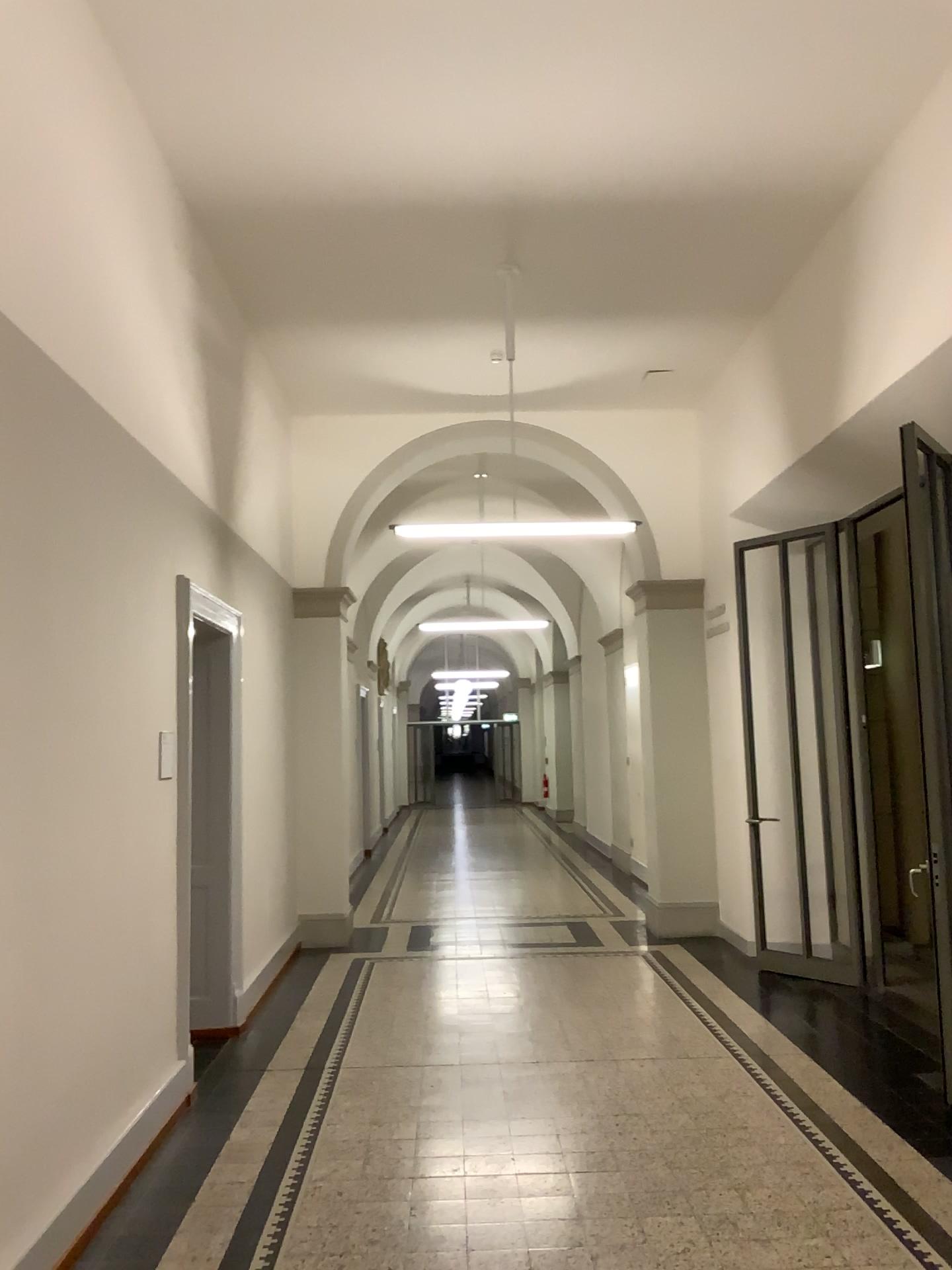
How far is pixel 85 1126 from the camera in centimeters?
366cm
